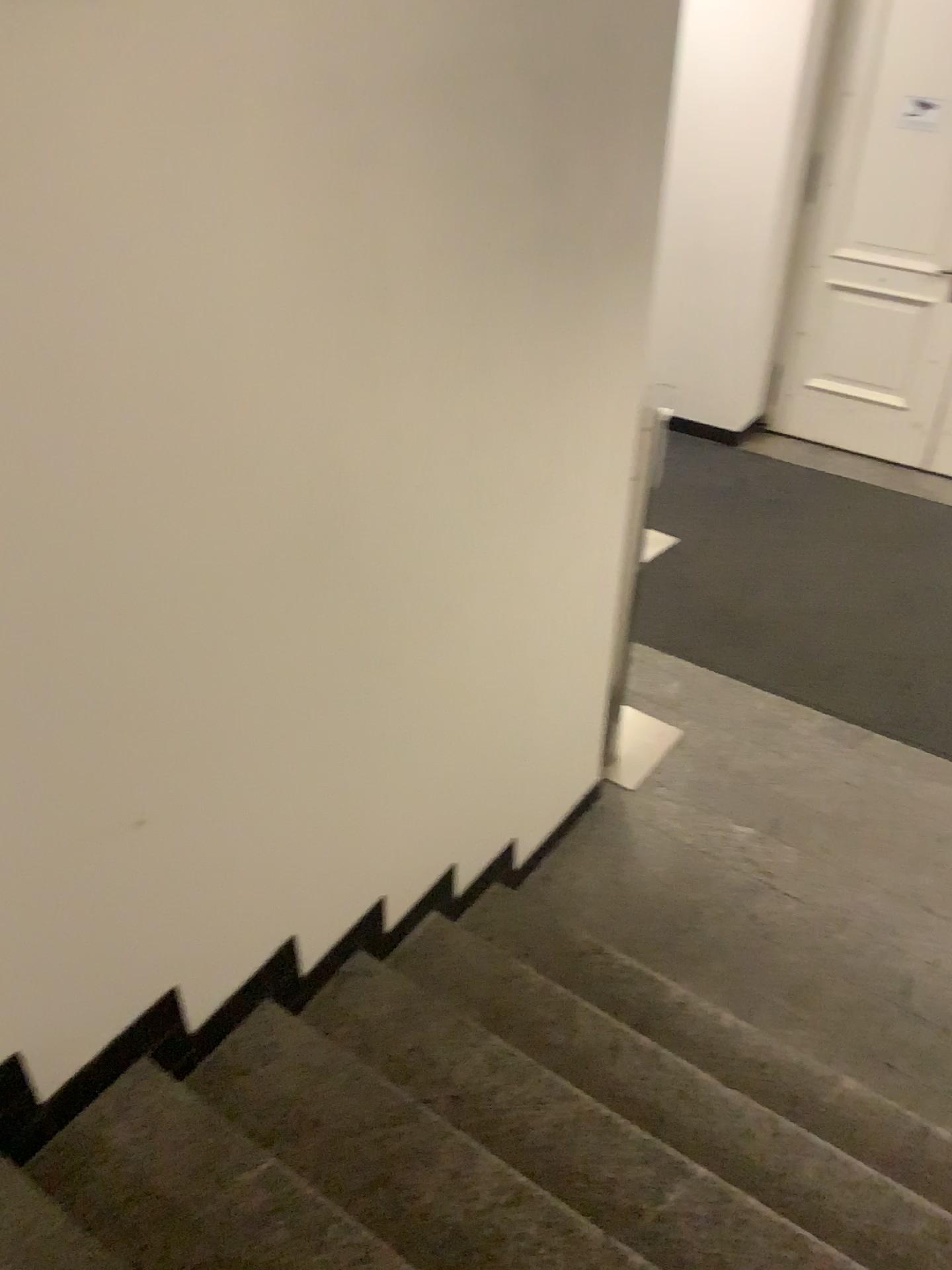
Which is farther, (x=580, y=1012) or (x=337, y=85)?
(x=580, y=1012)

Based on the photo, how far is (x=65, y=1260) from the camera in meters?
1.5 m

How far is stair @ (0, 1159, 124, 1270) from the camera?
1.5 meters
